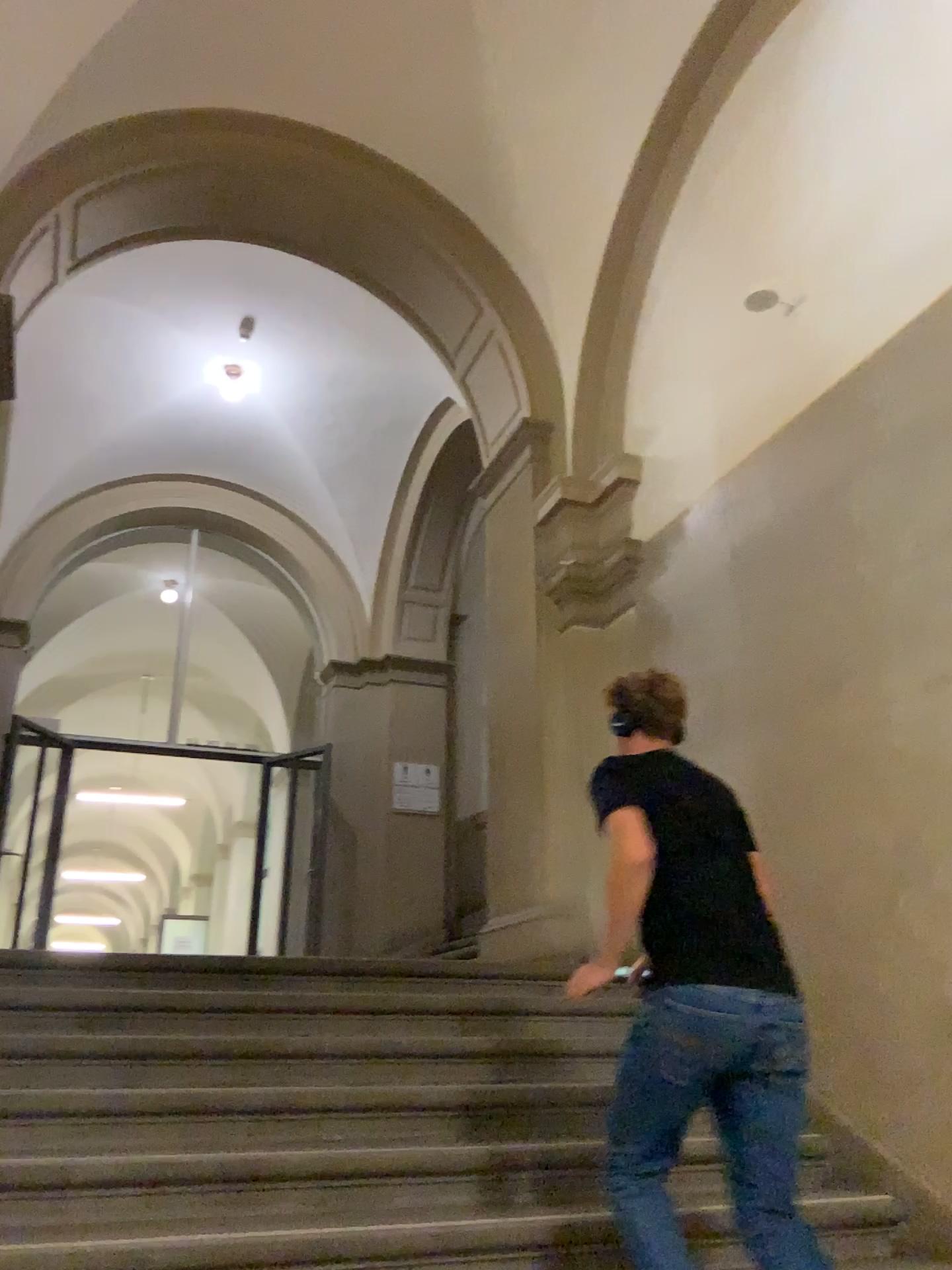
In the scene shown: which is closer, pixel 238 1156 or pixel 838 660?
pixel 238 1156

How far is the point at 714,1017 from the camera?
Answer: 2.2 meters

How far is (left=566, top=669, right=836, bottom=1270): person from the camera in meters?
2.2
